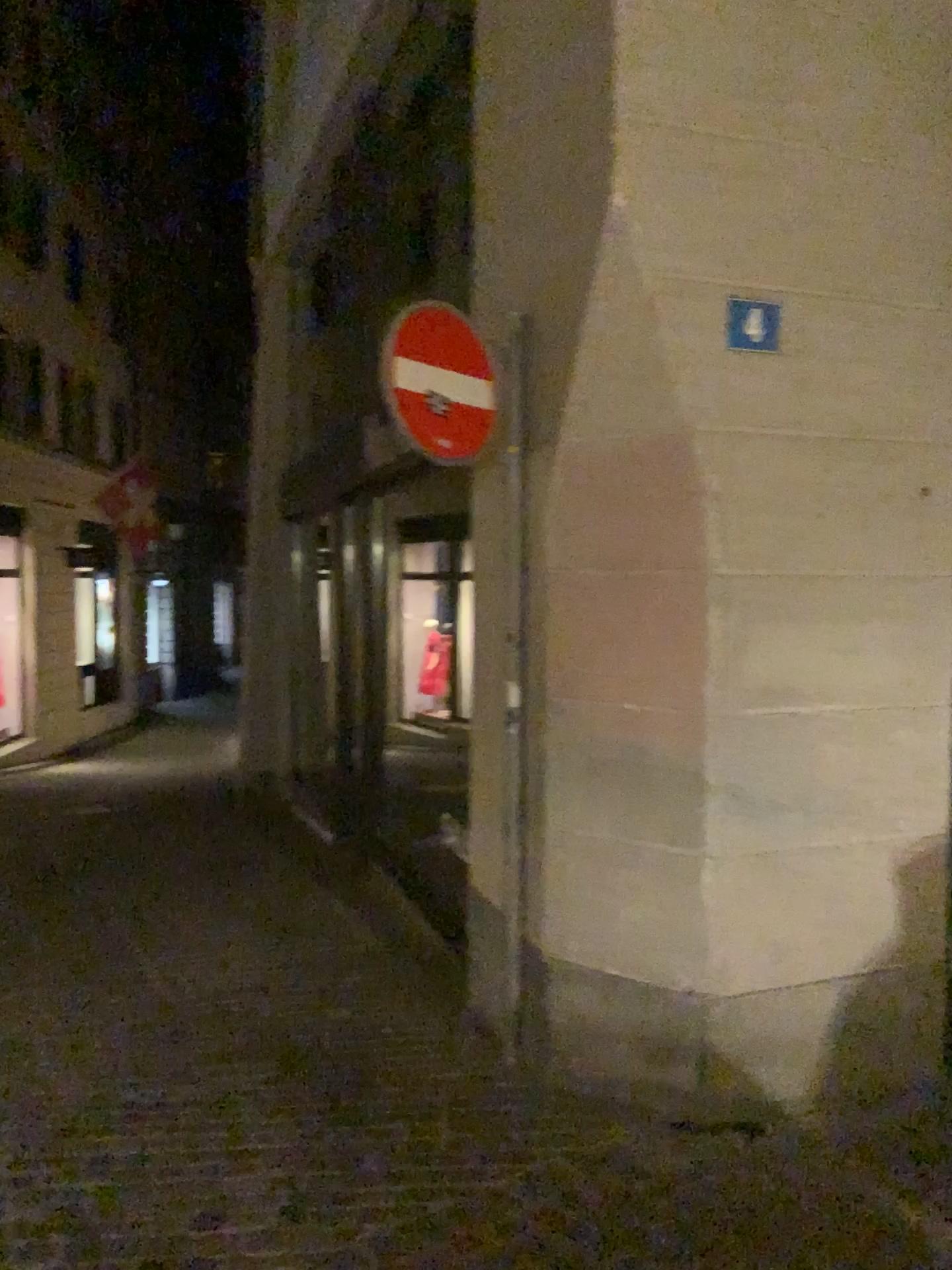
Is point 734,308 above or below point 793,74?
below

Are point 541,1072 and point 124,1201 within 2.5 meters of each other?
yes

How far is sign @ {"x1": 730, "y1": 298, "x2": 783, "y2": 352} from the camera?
3.3m

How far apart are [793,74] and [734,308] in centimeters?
75cm

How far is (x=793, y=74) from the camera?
3.30m

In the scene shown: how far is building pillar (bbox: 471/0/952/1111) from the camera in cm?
330
